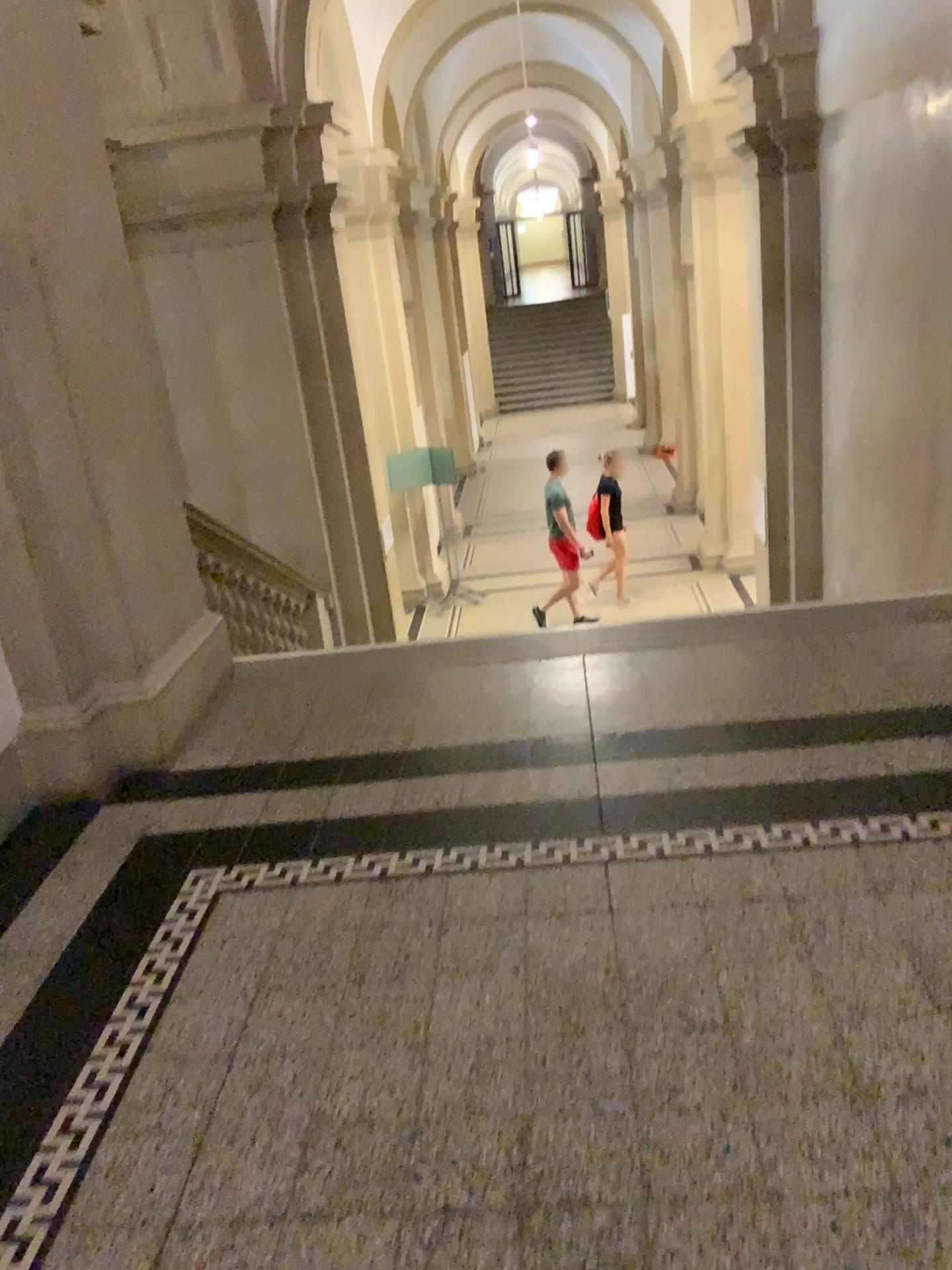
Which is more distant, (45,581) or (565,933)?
(45,581)
